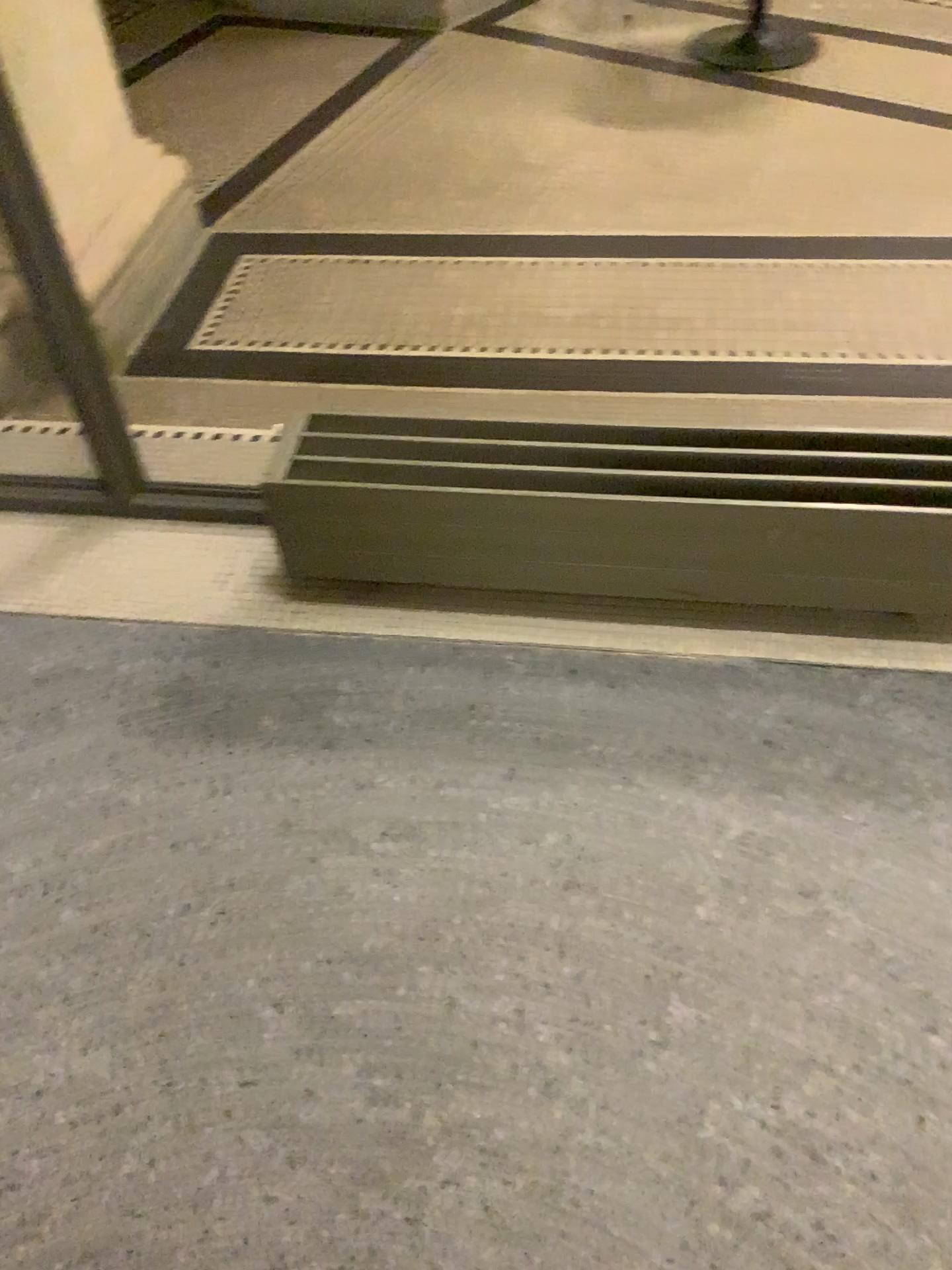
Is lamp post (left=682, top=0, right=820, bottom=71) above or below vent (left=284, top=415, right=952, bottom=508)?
below

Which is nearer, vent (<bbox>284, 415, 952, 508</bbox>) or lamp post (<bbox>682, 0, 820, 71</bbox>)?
vent (<bbox>284, 415, 952, 508</bbox>)

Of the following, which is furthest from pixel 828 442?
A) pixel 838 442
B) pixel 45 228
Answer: pixel 45 228

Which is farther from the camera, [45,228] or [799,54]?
[799,54]

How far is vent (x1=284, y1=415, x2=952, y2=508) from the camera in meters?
1.6 m

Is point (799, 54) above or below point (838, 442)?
below

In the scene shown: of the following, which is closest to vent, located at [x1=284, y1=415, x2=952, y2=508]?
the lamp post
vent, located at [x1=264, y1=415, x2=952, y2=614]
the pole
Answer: vent, located at [x1=264, y1=415, x2=952, y2=614]

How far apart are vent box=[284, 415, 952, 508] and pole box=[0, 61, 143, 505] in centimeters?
47cm

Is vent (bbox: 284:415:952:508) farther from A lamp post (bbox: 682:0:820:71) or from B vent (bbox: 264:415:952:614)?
A lamp post (bbox: 682:0:820:71)

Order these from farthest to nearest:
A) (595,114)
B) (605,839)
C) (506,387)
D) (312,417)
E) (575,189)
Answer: (595,114)
(575,189)
(506,387)
(312,417)
(605,839)
